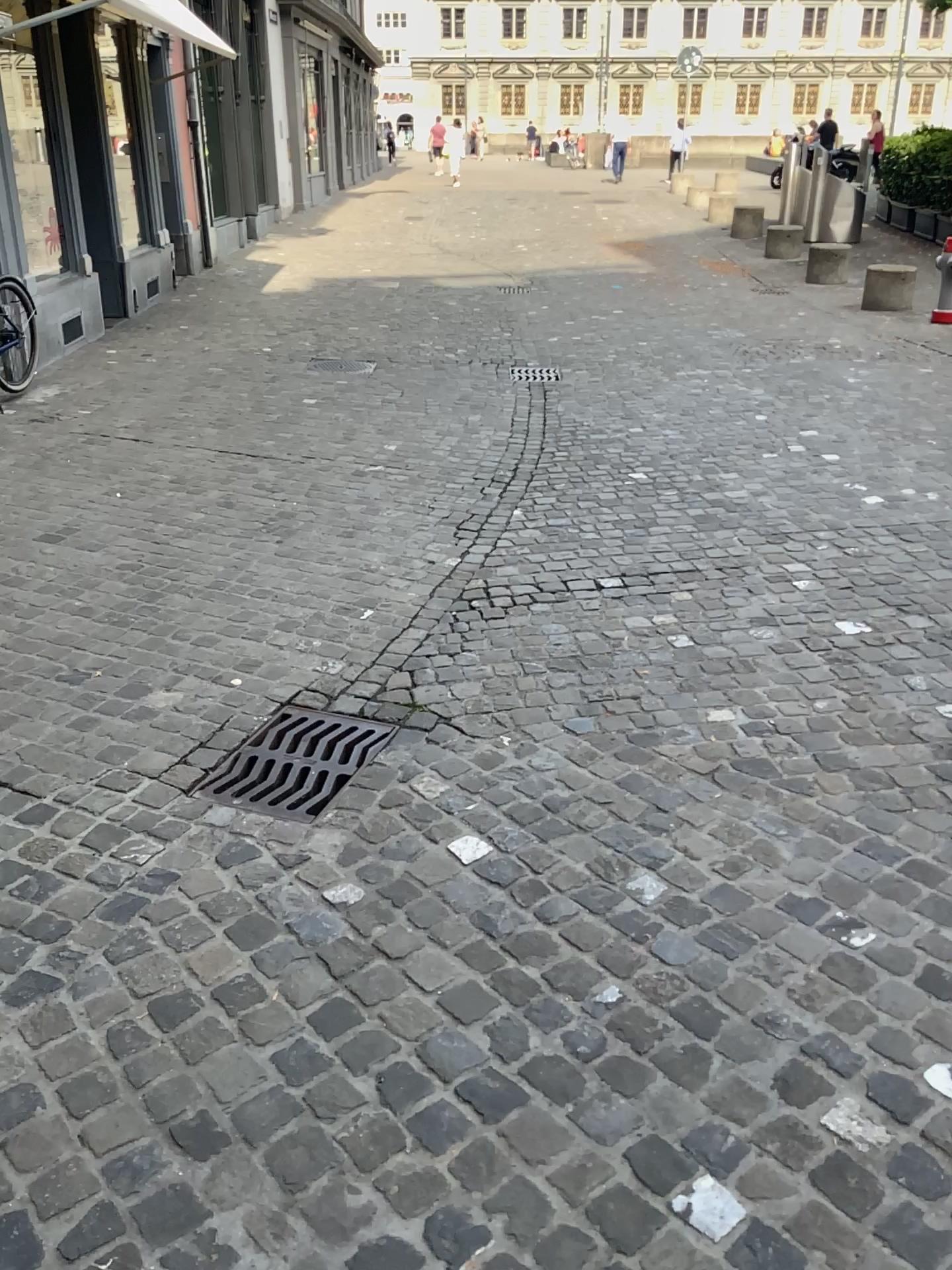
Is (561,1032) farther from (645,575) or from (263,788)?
(645,575)
